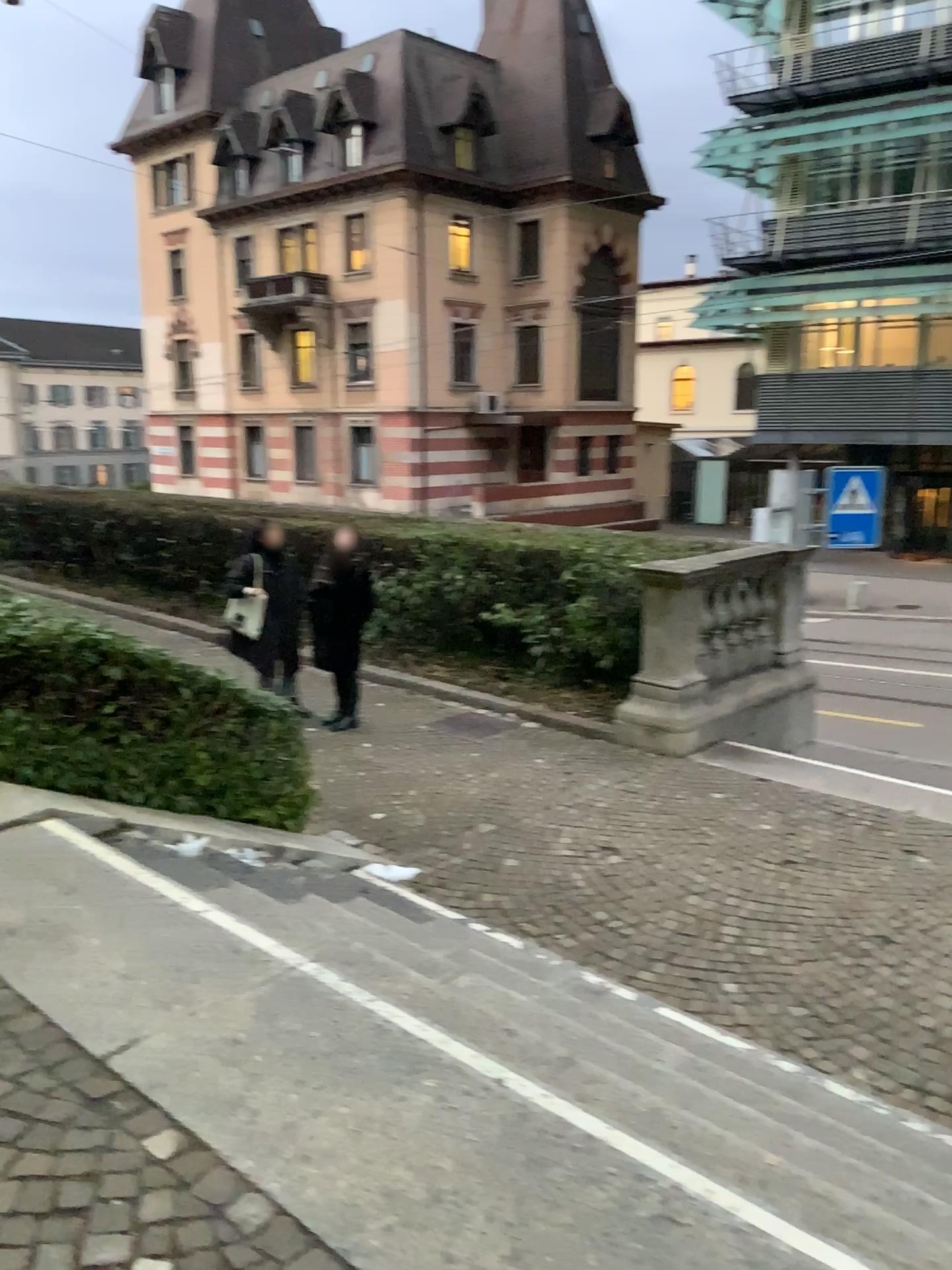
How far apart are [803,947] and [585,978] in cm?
147
